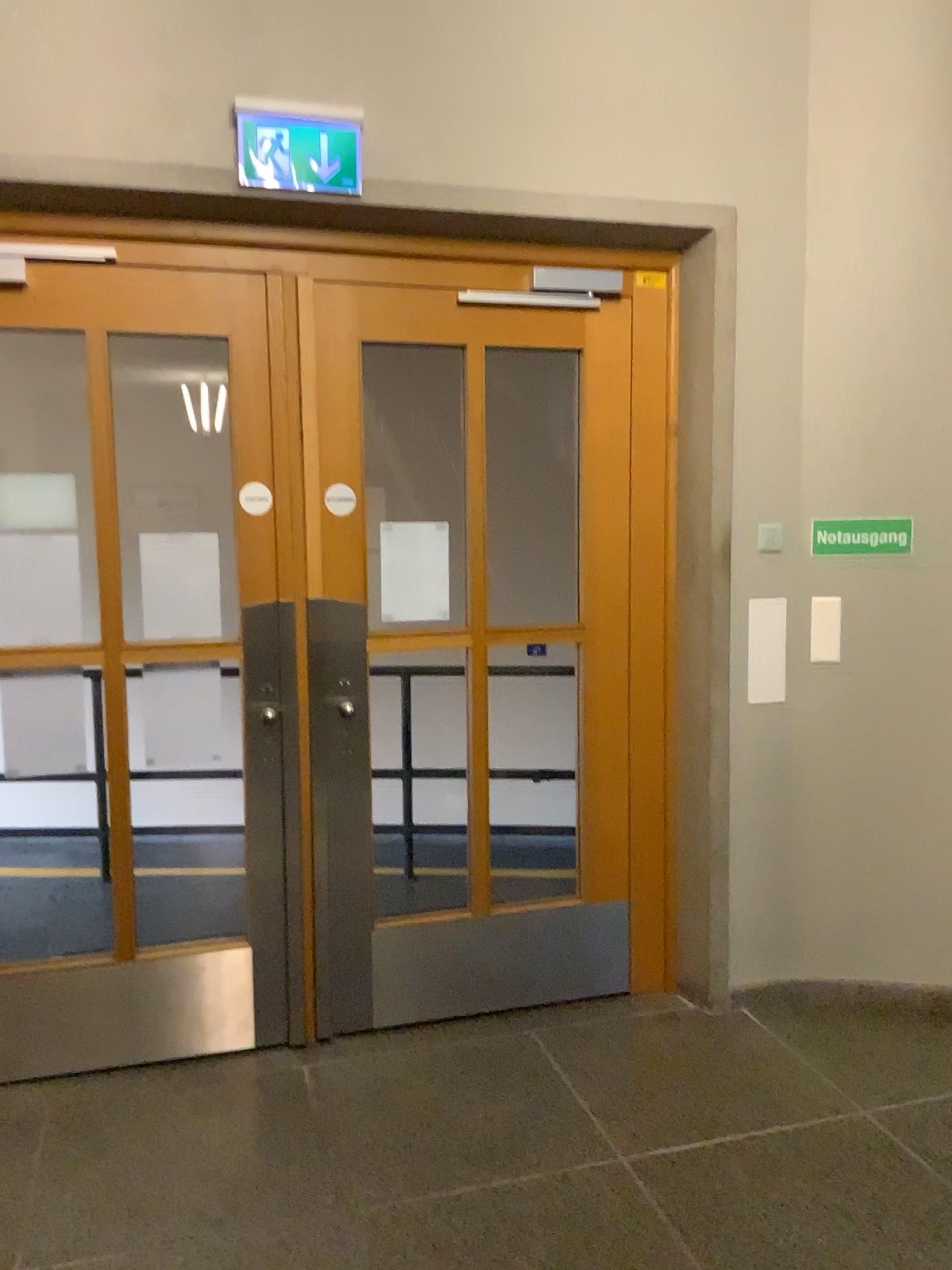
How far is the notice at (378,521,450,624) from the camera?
3.2 meters

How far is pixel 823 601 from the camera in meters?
3.3

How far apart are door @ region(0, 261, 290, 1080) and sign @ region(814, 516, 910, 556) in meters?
1.7 m

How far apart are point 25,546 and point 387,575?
1.00m

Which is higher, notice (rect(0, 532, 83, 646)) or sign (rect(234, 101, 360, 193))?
sign (rect(234, 101, 360, 193))

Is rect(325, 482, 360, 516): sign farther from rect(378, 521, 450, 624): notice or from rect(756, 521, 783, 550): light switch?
rect(756, 521, 783, 550): light switch

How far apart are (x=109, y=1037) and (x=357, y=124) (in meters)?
2.61

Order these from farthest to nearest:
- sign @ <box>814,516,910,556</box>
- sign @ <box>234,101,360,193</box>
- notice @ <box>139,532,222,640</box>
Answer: sign @ <box>814,516,910,556</box>
notice @ <box>139,532,222,640</box>
sign @ <box>234,101,360,193</box>

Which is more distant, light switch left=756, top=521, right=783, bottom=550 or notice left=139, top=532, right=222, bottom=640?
light switch left=756, top=521, right=783, bottom=550

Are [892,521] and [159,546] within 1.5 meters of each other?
no
